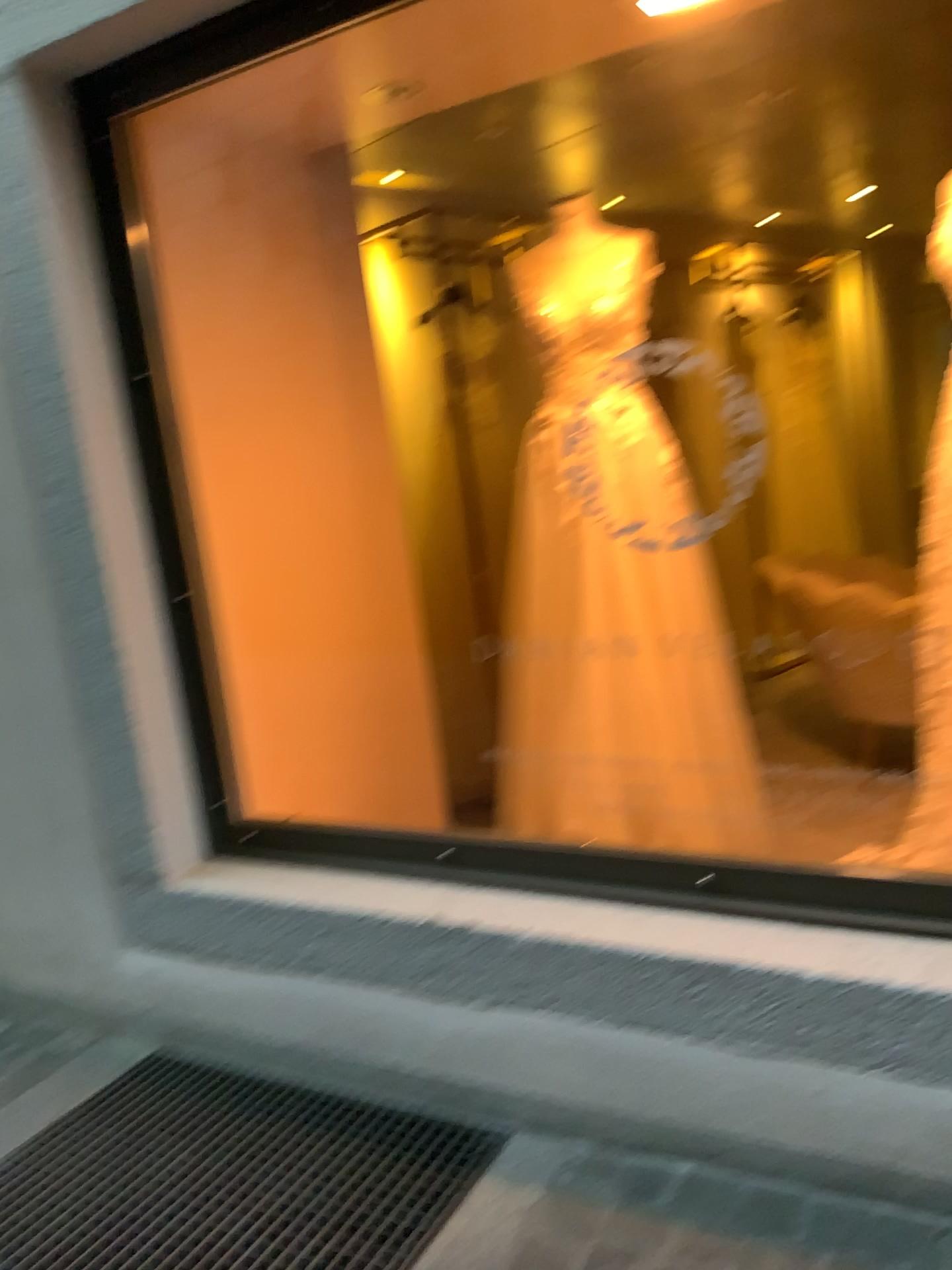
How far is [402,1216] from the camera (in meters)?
1.75

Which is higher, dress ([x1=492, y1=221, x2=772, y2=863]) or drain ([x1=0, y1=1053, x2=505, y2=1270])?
dress ([x1=492, y1=221, x2=772, y2=863])

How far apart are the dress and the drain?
1.0m

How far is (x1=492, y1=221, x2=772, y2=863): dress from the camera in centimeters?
261cm

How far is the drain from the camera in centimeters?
175cm

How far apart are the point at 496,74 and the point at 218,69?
0.63m

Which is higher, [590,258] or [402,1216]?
[590,258]

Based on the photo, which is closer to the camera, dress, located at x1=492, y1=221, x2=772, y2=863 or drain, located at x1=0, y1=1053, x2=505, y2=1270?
drain, located at x1=0, y1=1053, x2=505, y2=1270

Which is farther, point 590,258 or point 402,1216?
point 590,258
